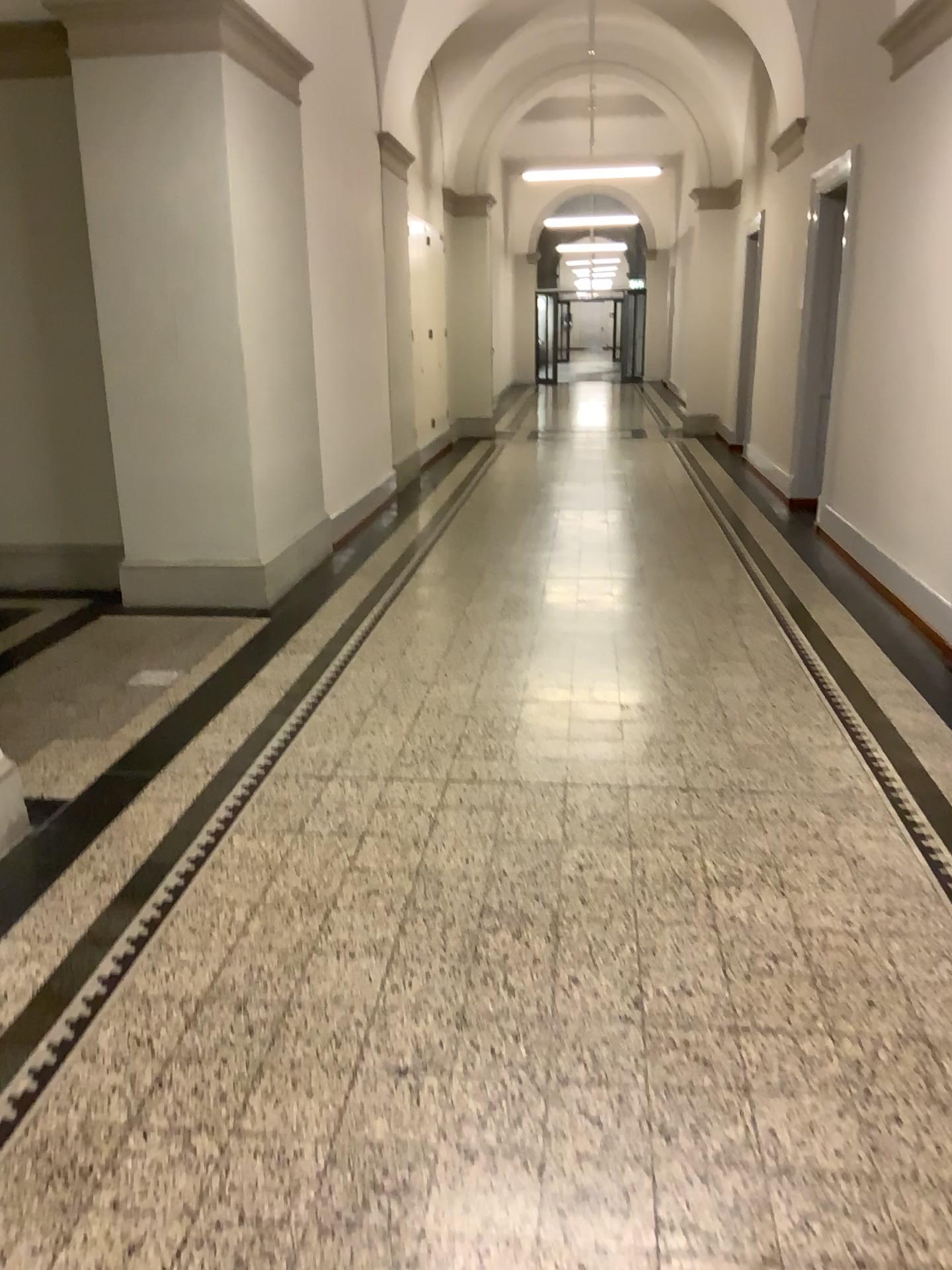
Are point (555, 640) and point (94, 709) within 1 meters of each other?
no
